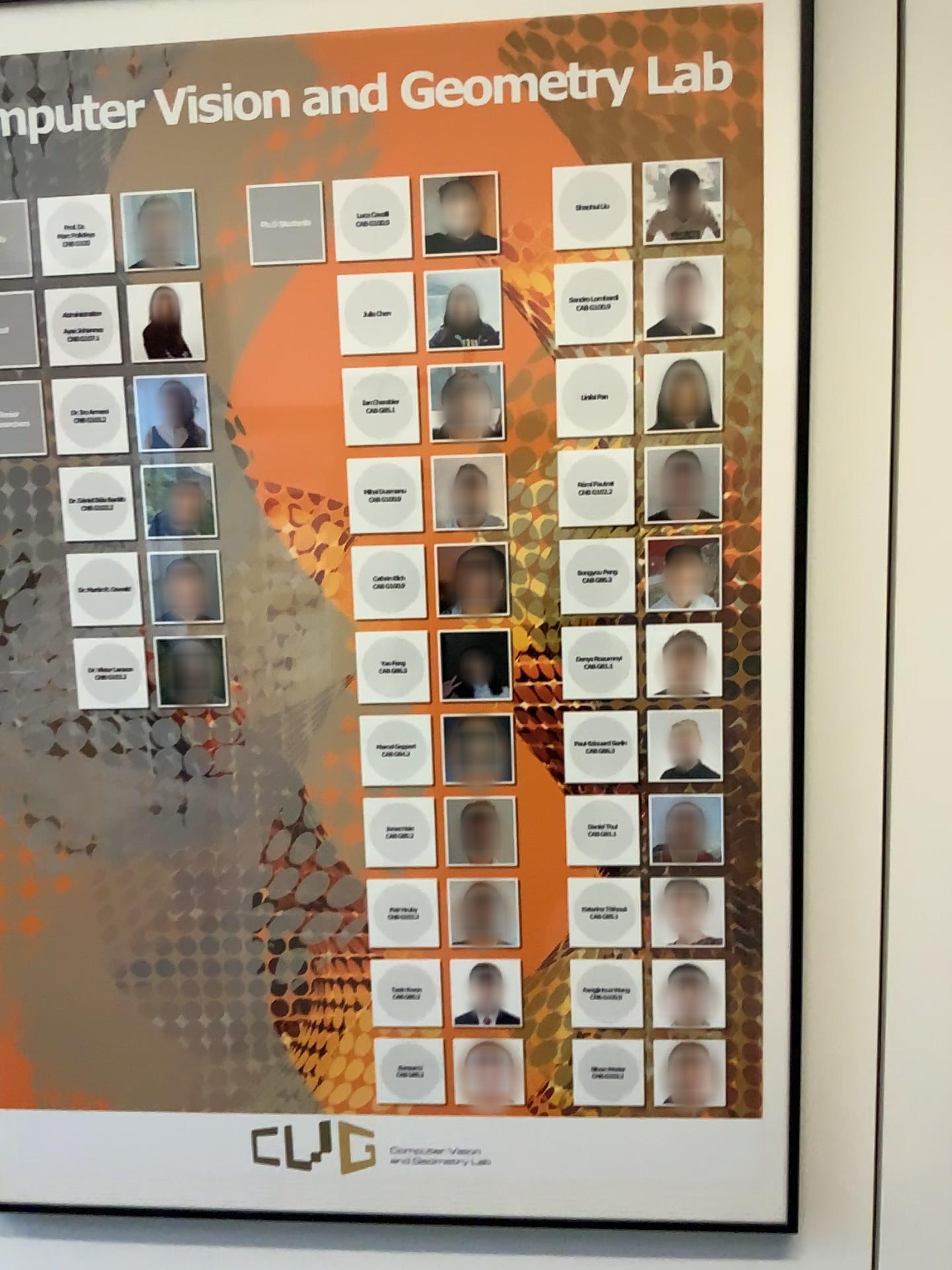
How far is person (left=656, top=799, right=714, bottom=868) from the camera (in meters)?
1.08

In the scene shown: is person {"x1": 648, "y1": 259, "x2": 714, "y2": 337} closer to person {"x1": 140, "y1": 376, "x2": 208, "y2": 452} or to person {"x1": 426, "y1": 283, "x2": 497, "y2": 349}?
person {"x1": 426, "y1": 283, "x2": 497, "y2": 349}

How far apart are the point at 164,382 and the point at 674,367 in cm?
51

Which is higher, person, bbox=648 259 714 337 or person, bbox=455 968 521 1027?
person, bbox=648 259 714 337

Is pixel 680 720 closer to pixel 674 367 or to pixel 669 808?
pixel 669 808

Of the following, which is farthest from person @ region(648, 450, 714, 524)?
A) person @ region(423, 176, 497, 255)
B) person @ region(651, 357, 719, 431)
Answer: person @ region(423, 176, 497, 255)

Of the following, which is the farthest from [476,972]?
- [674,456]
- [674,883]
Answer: [674,456]

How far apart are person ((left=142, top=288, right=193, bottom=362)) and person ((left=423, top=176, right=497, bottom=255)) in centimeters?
27cm

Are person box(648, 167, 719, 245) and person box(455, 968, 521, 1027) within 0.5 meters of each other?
no

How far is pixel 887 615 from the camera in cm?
106
